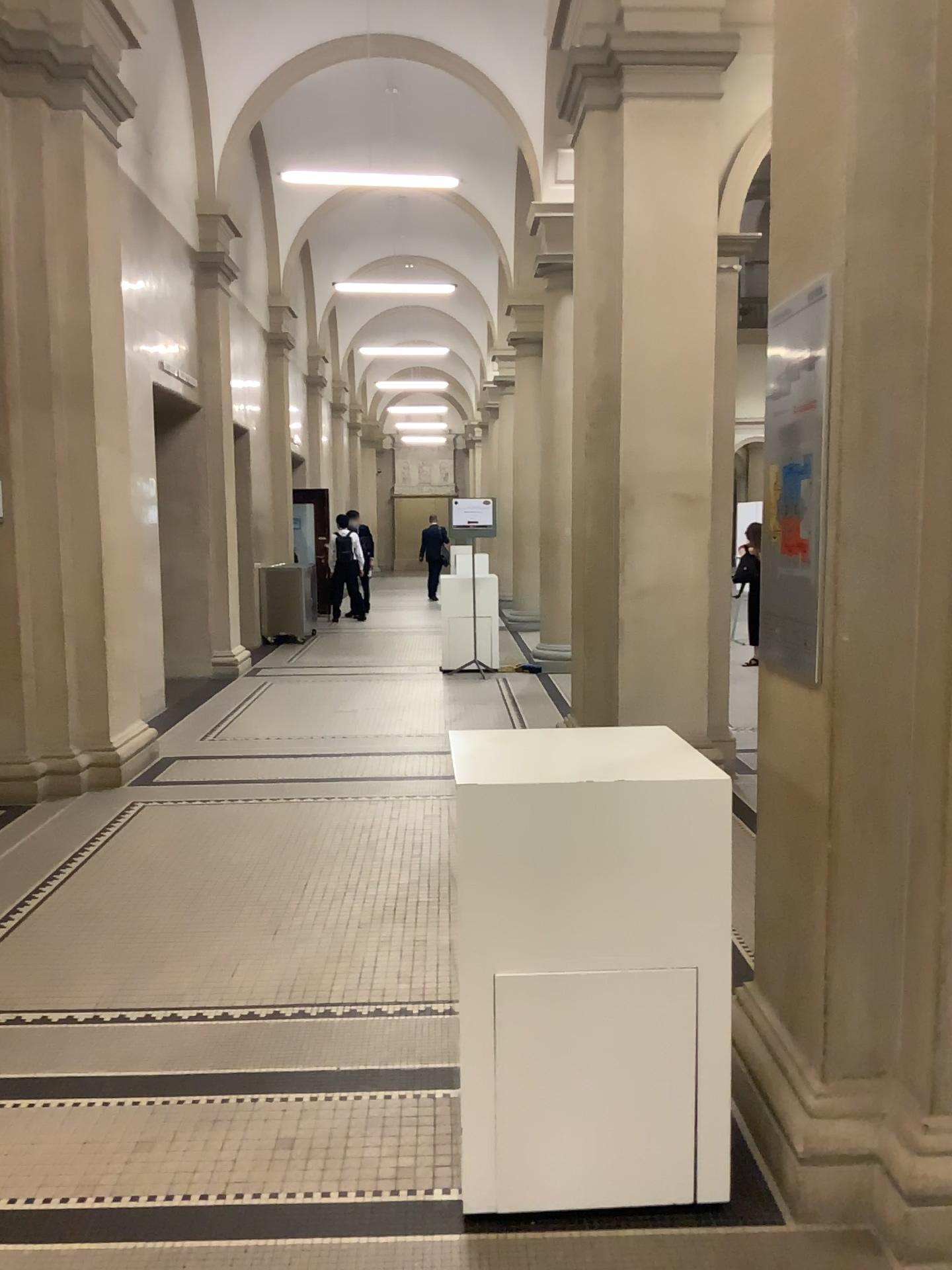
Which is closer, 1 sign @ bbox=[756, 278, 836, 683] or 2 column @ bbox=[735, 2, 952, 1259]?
2 column @ bbox=[735, 2, 952, 1259]

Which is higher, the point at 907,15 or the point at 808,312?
the point at 907,15

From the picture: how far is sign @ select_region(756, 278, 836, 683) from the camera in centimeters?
244cm

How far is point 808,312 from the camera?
2.4m

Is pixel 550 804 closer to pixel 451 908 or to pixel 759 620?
pixel 451 908

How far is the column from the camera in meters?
2.2

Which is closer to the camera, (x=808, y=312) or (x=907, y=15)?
(x=907, y=15)
